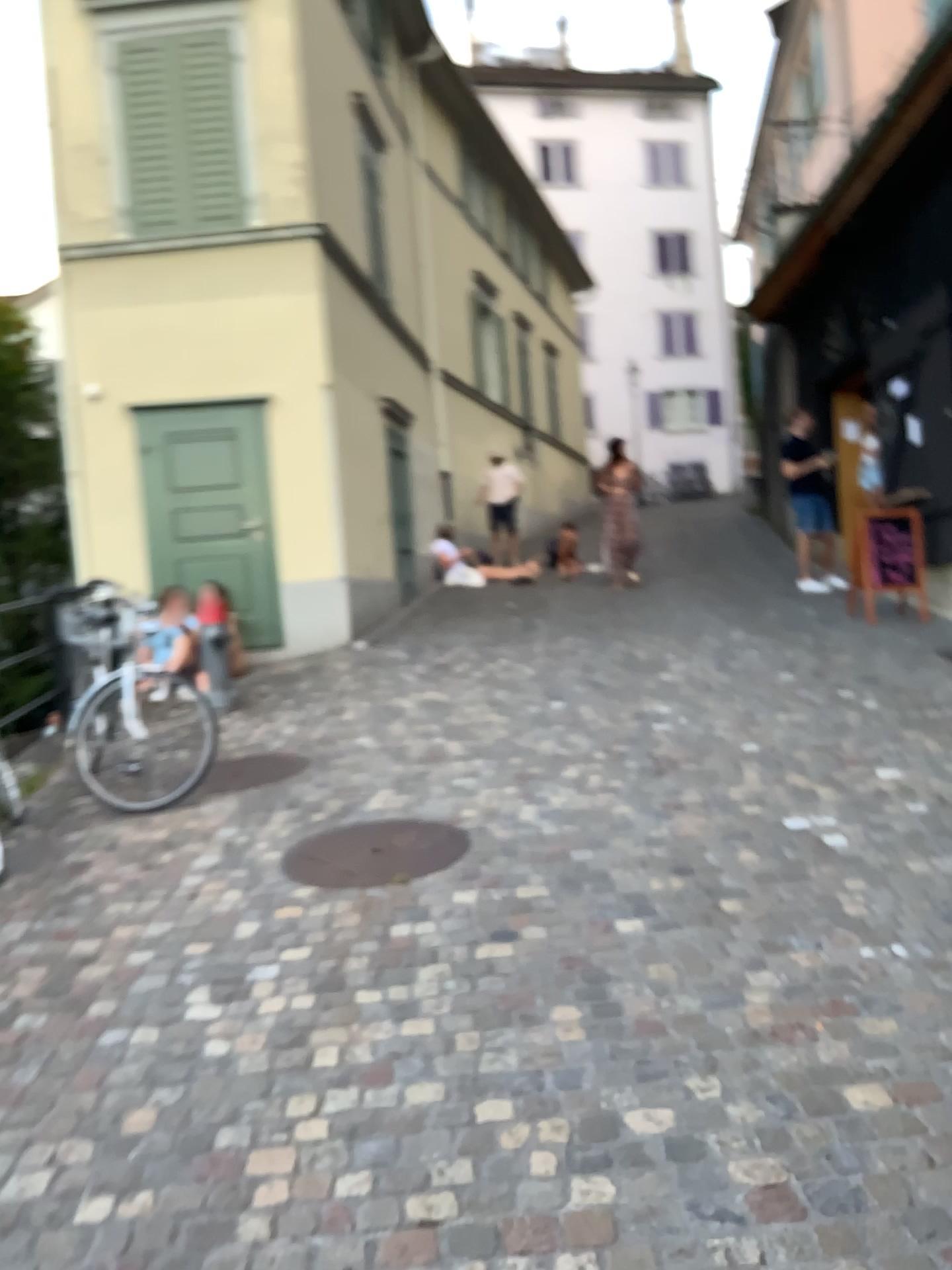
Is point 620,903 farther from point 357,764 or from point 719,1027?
point 357,764
